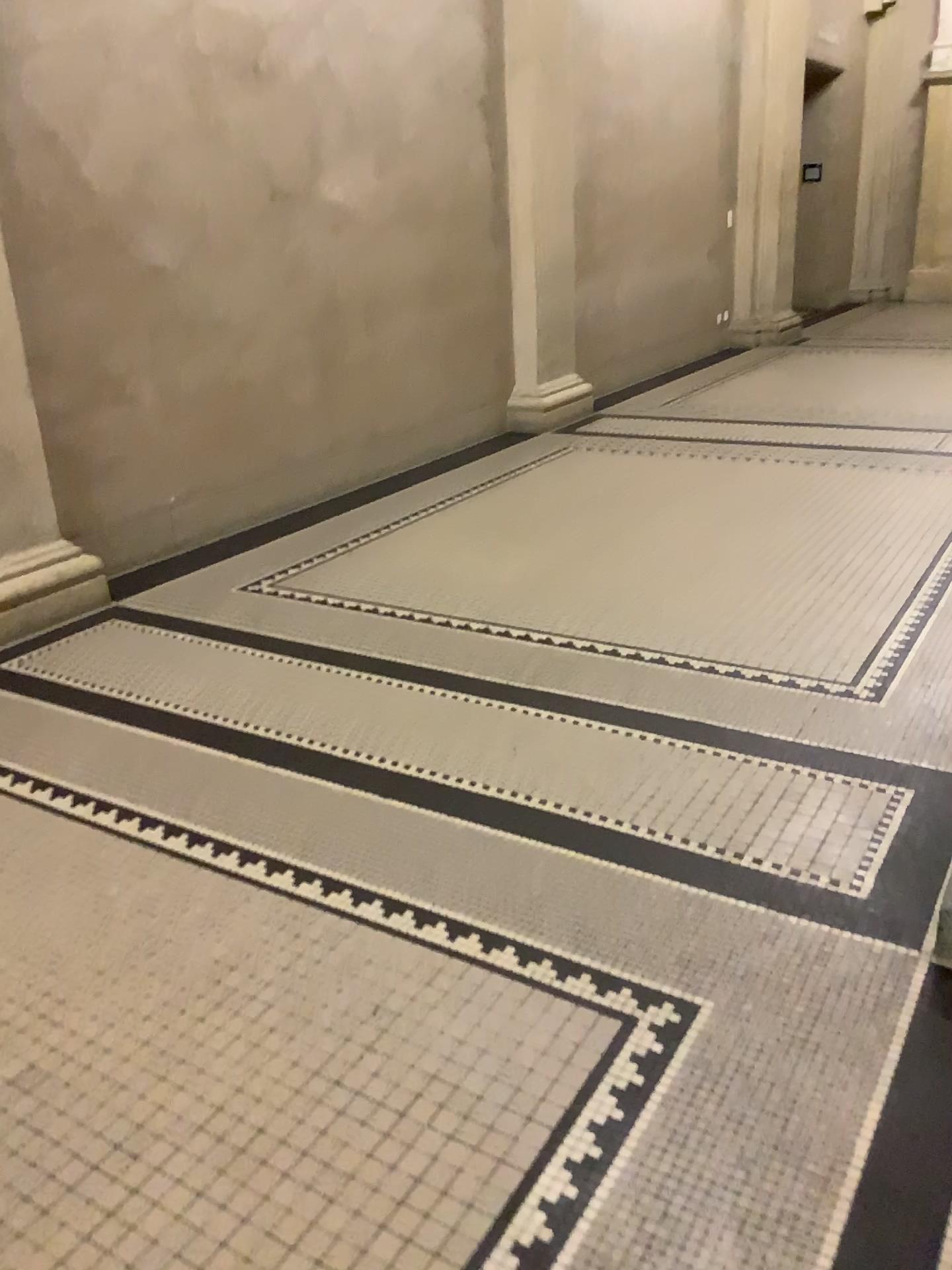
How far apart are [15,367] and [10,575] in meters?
0.7

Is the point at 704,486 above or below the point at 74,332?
below

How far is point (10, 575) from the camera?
3.7m

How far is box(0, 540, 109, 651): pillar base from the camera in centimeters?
368cm

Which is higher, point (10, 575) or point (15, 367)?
point (15, 367)

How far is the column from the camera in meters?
3.7 m
